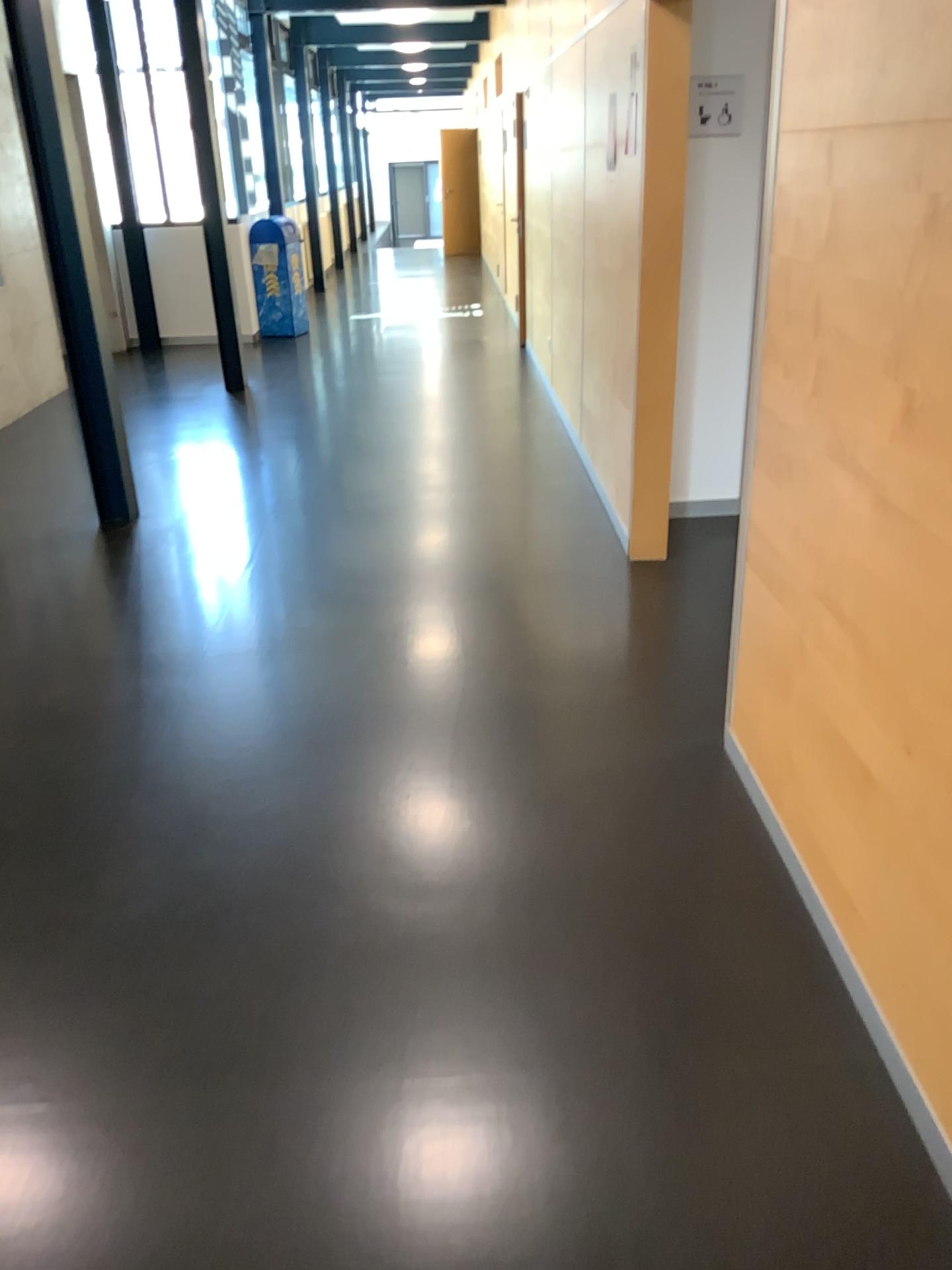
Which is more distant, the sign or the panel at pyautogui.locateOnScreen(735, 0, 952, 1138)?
the sign

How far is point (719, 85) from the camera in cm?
412

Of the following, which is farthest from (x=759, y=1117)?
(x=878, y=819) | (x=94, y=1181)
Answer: (x=94, y=1181)

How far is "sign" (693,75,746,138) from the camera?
4.1m

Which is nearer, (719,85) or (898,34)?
(898,34)
